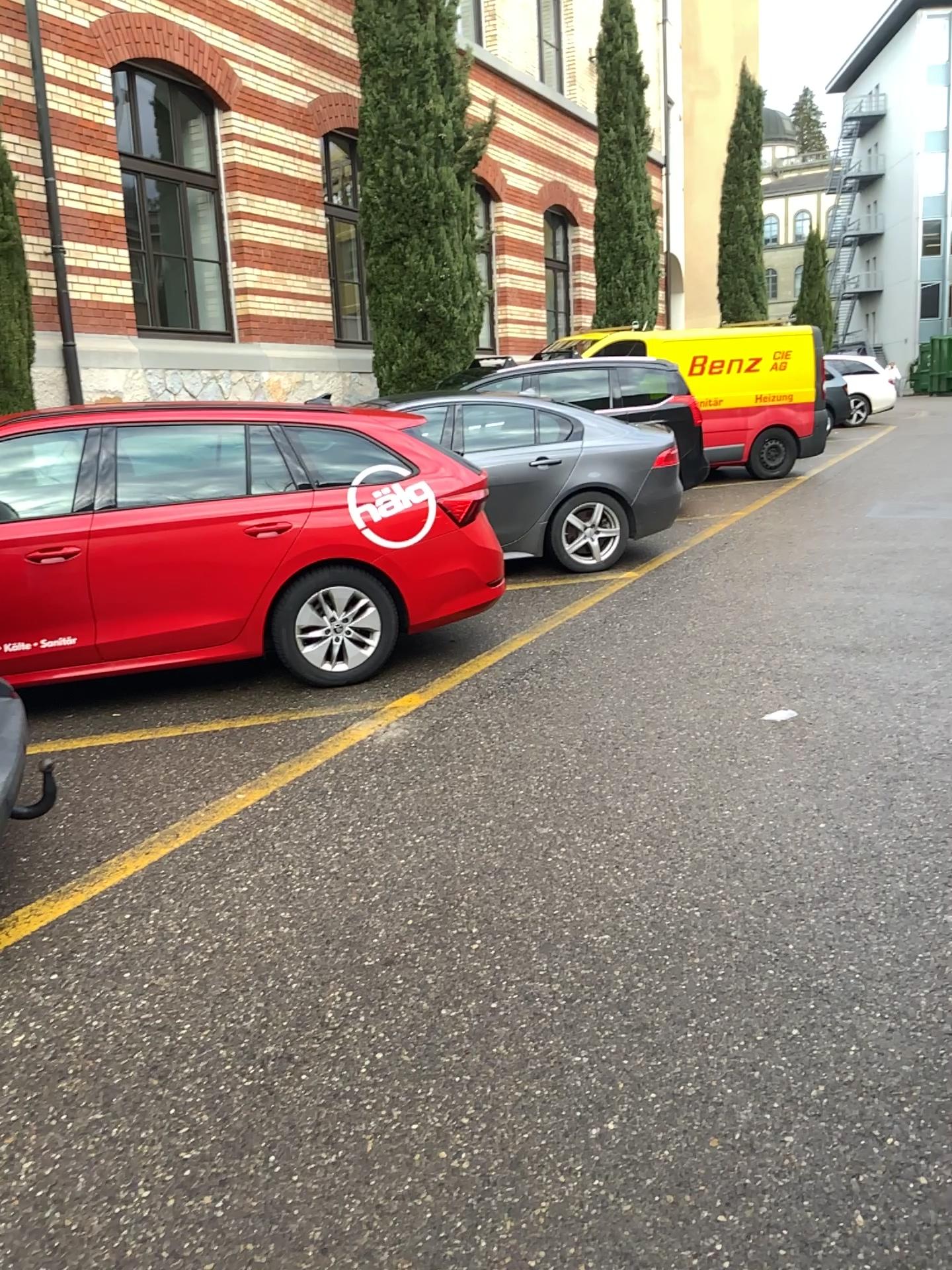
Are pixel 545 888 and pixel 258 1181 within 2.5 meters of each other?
yes
